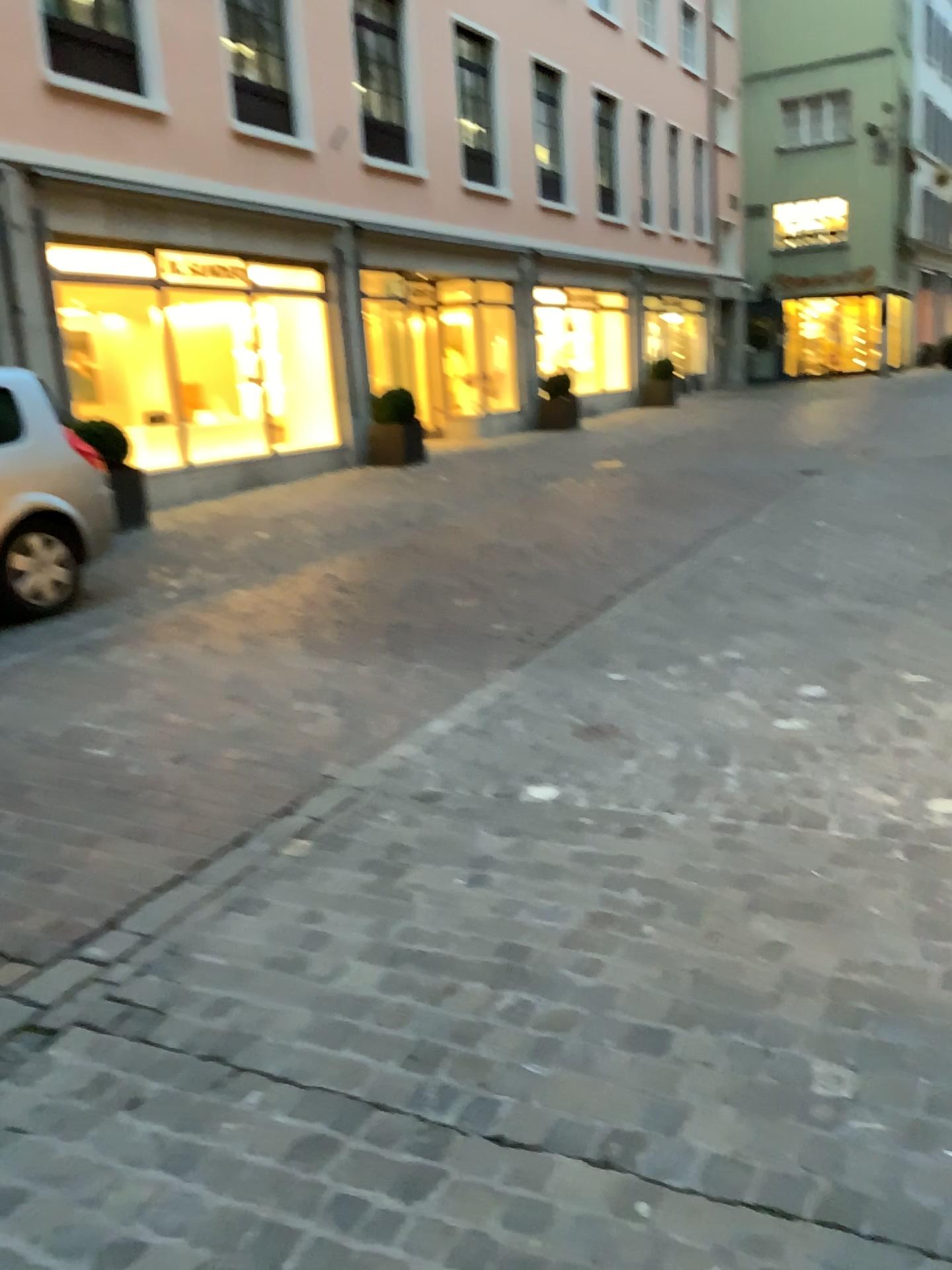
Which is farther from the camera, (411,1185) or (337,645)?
(337,645)
